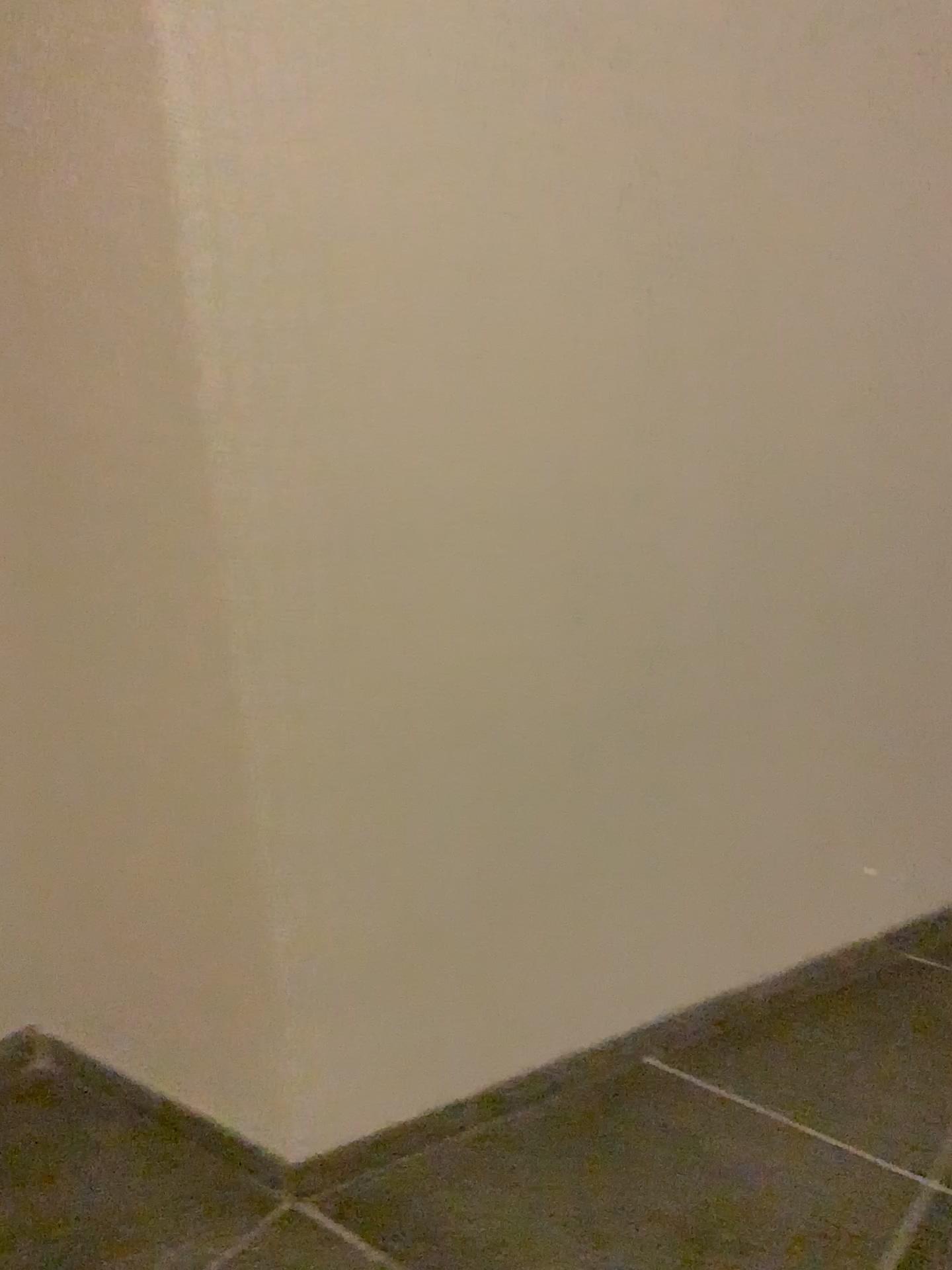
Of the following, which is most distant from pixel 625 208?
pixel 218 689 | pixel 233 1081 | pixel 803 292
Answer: pixel 233 1081
